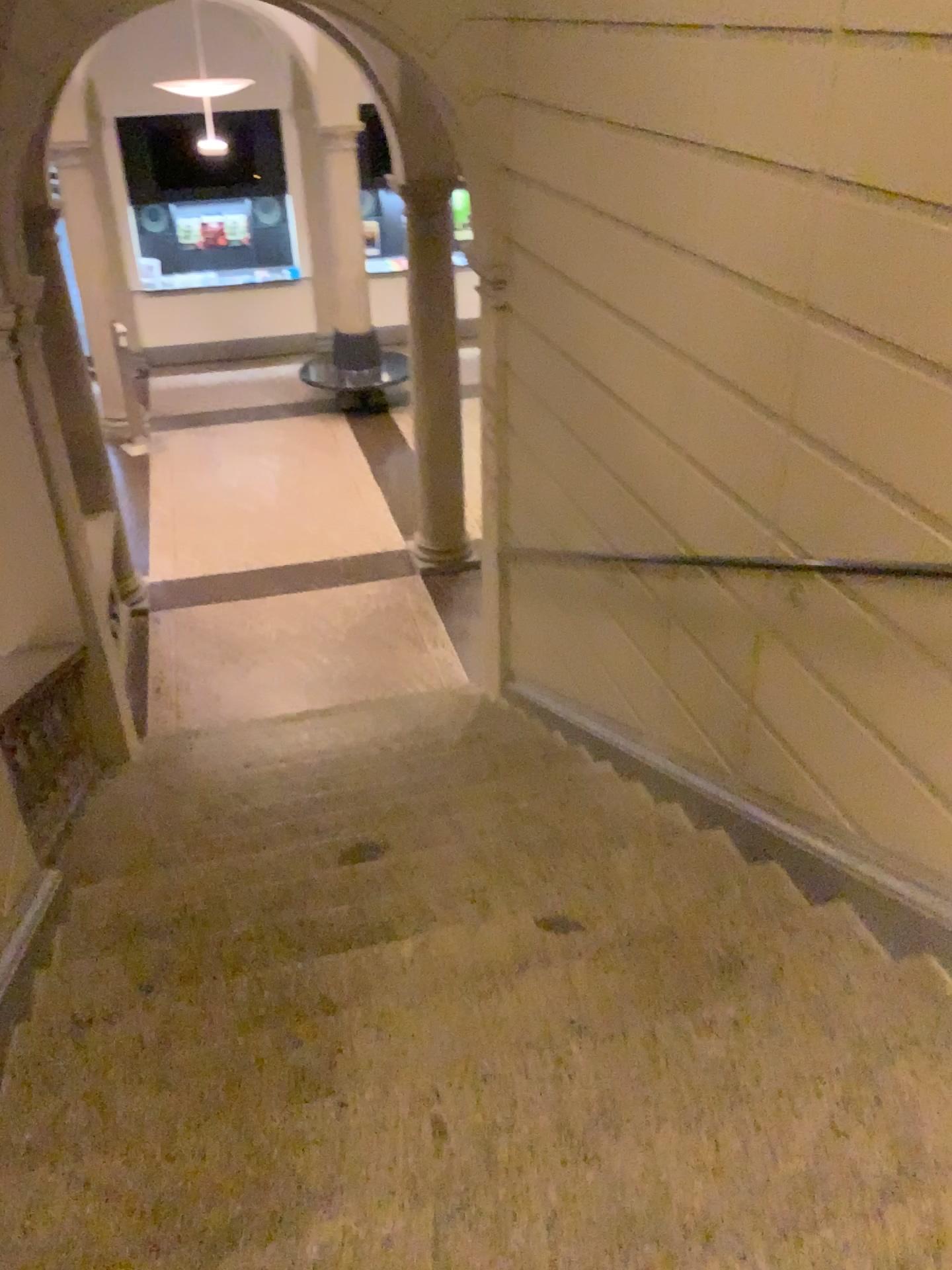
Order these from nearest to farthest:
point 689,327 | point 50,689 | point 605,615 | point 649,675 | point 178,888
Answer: point 689,327 < point 178,888 < point 649,675 < point 605,615 < point 50,689
